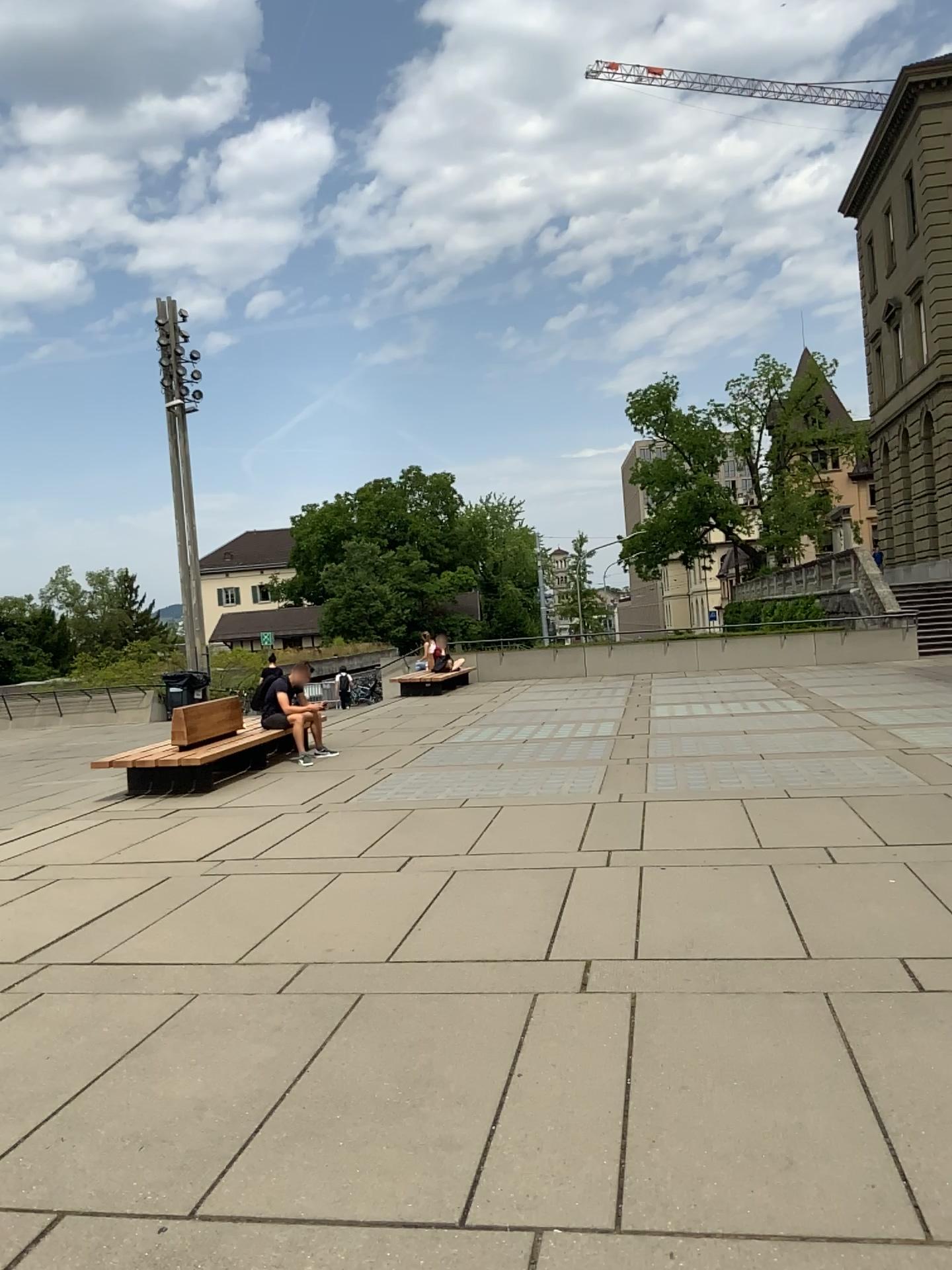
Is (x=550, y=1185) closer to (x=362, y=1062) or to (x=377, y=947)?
(x=362, y=1062)
